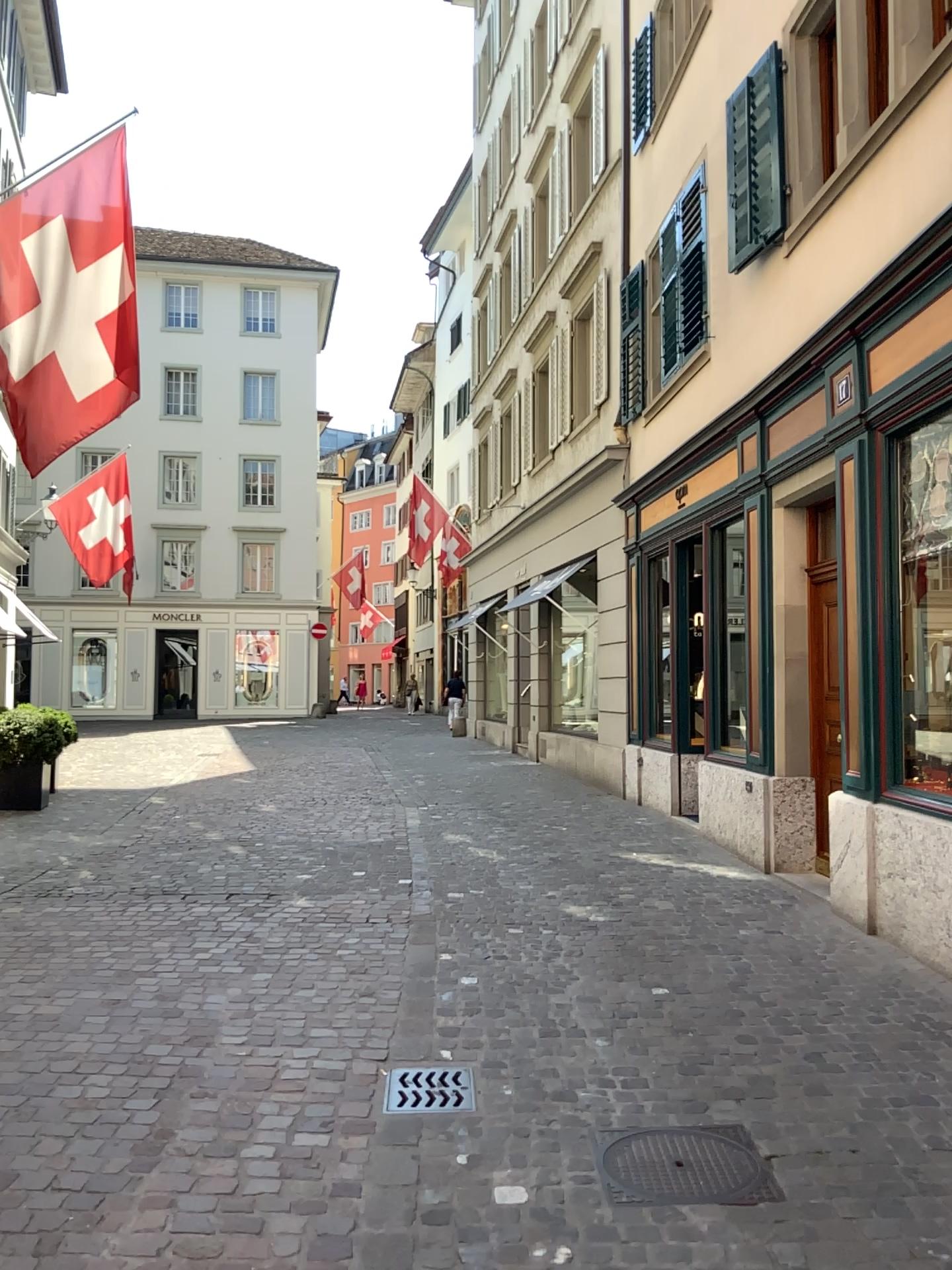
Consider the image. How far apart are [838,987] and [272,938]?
2.8 meters

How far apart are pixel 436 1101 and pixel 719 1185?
1.03m

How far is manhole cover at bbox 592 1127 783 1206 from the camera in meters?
3.1

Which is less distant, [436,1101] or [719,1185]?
[719,1185]

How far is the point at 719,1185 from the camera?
3.1 meters

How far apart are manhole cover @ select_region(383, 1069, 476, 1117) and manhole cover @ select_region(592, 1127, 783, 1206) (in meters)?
0.51

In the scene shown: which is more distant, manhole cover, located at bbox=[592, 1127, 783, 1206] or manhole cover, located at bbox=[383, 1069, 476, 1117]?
manhole cover, located at bbox=[383, 1069, 476, 1117]

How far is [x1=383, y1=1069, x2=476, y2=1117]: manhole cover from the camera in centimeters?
366cm
